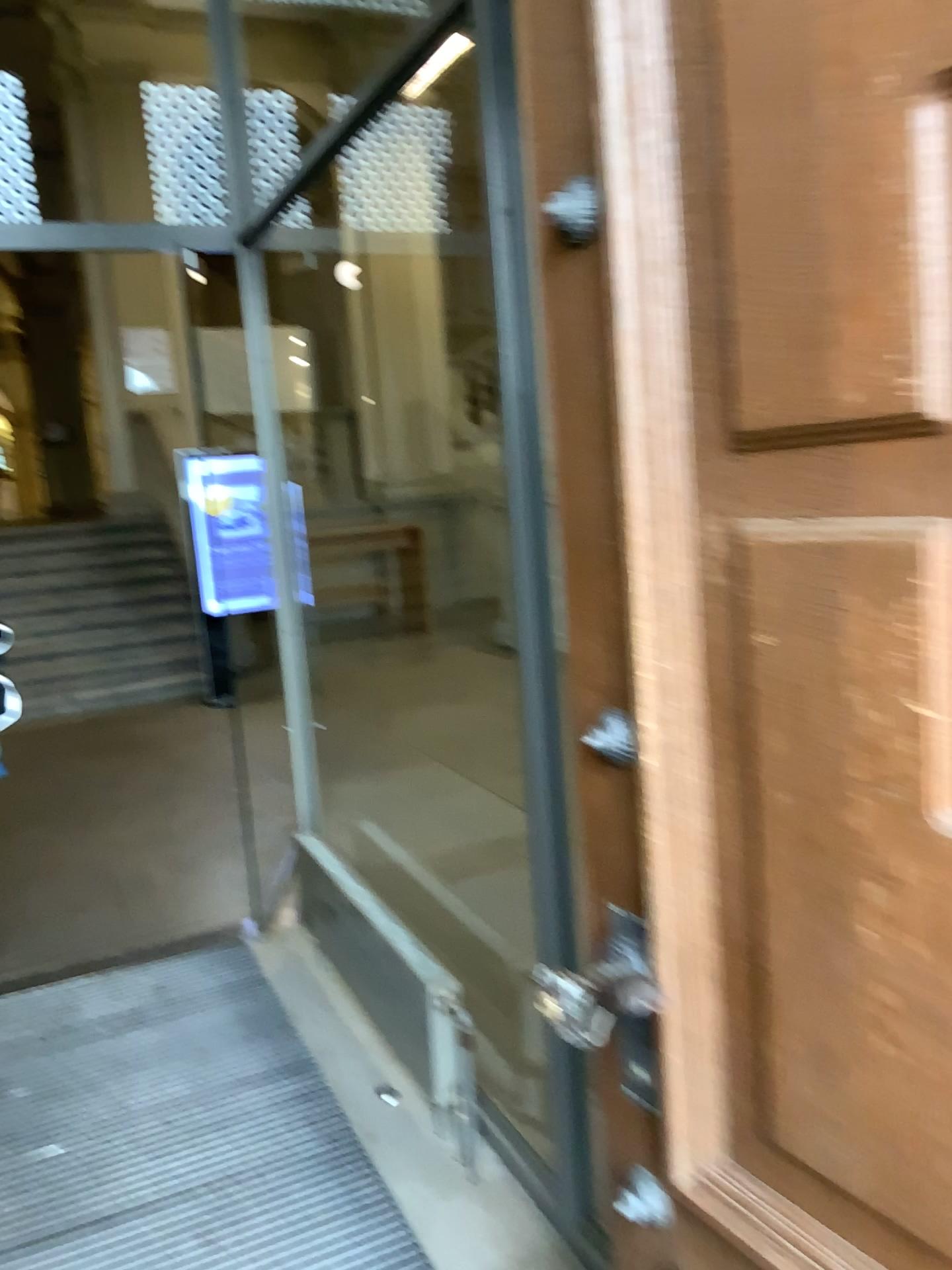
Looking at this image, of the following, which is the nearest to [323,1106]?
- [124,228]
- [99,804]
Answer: [124,228]

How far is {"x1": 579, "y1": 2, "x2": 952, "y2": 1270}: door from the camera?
0.8m

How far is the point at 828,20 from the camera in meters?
0.8
